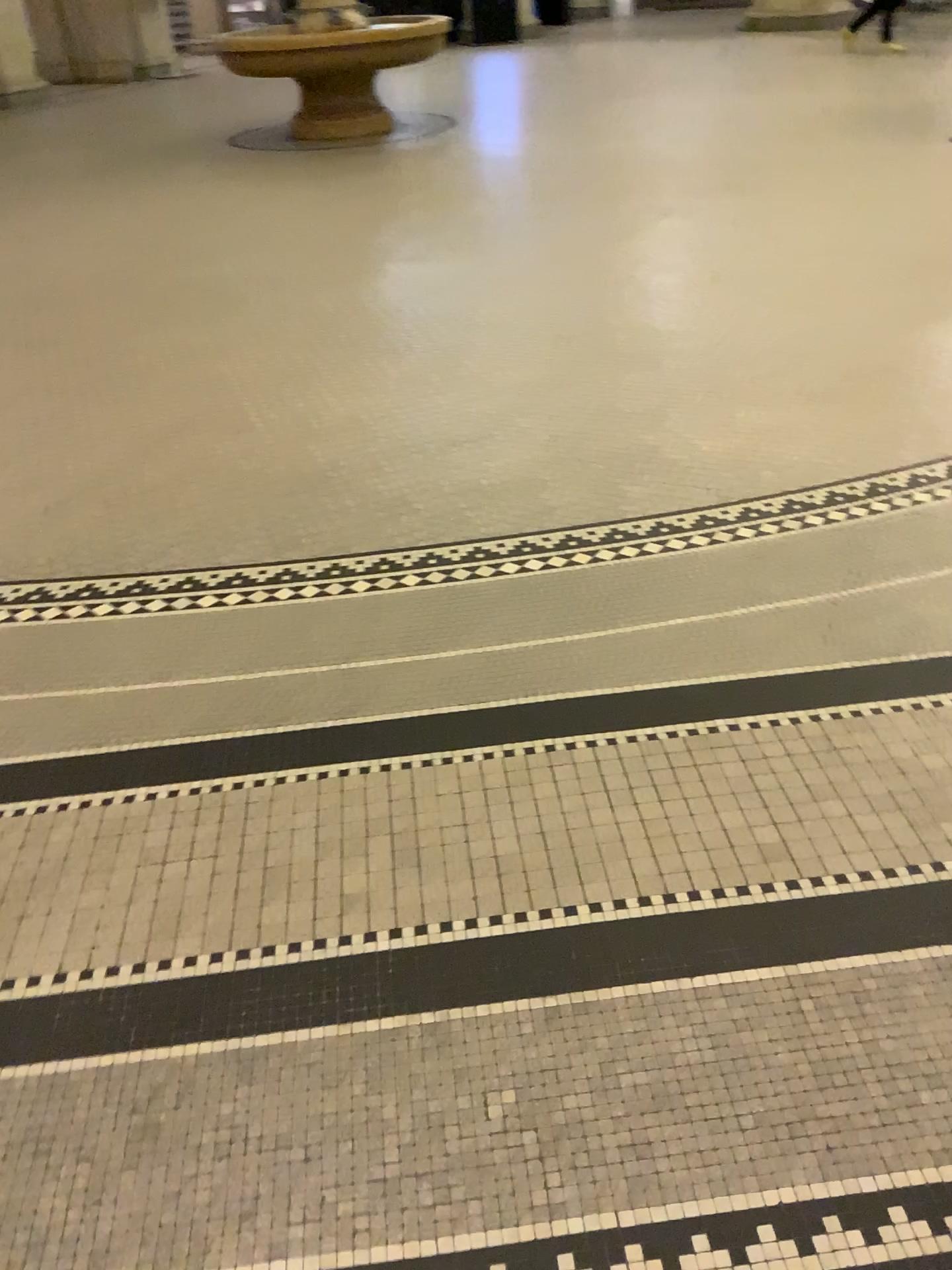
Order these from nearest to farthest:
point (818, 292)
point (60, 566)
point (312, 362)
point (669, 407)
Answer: point (60, 566), point (669, 407), point (312, 362), point (818, 292)
